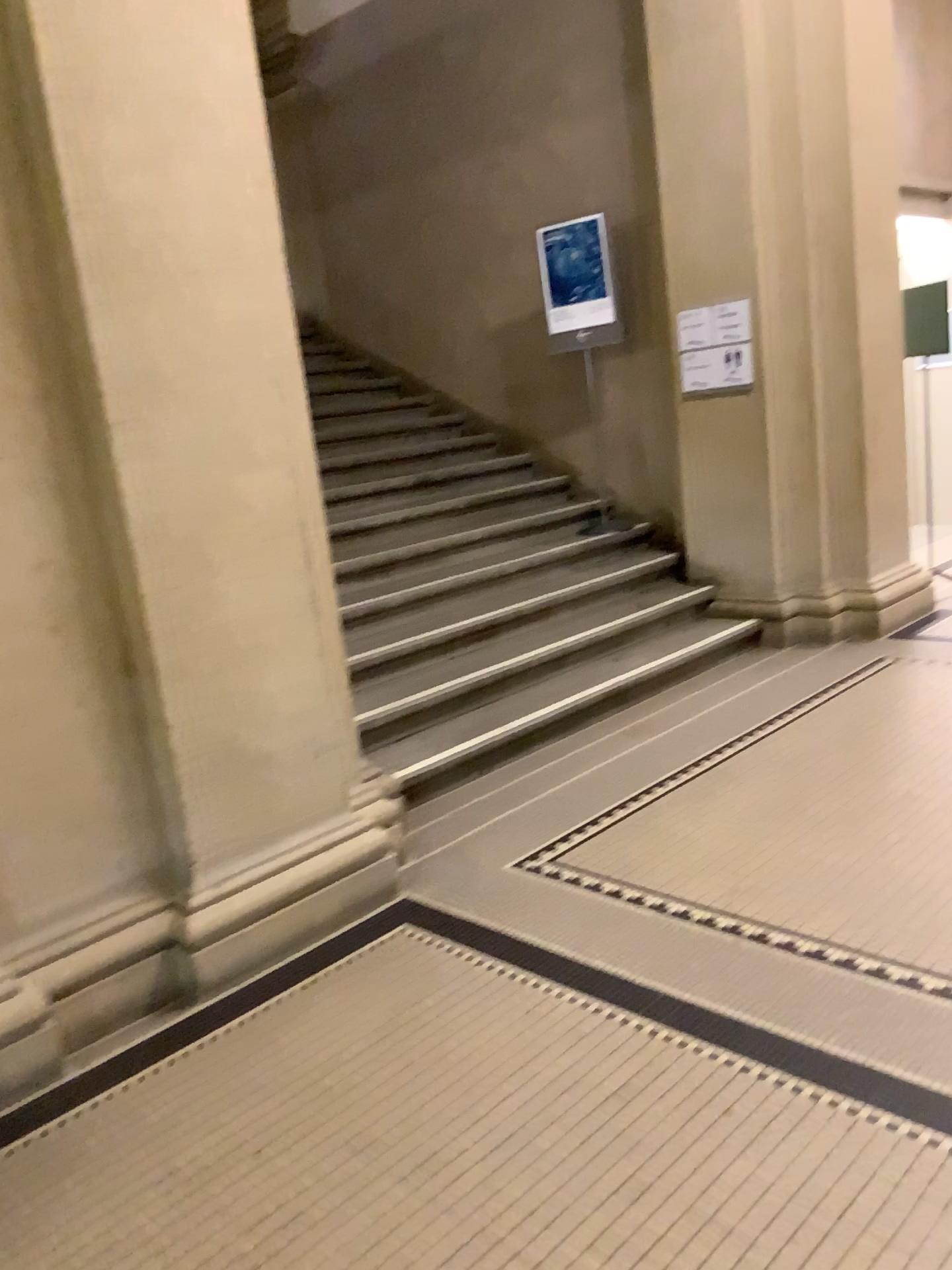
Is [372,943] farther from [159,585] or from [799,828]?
[799,828]
